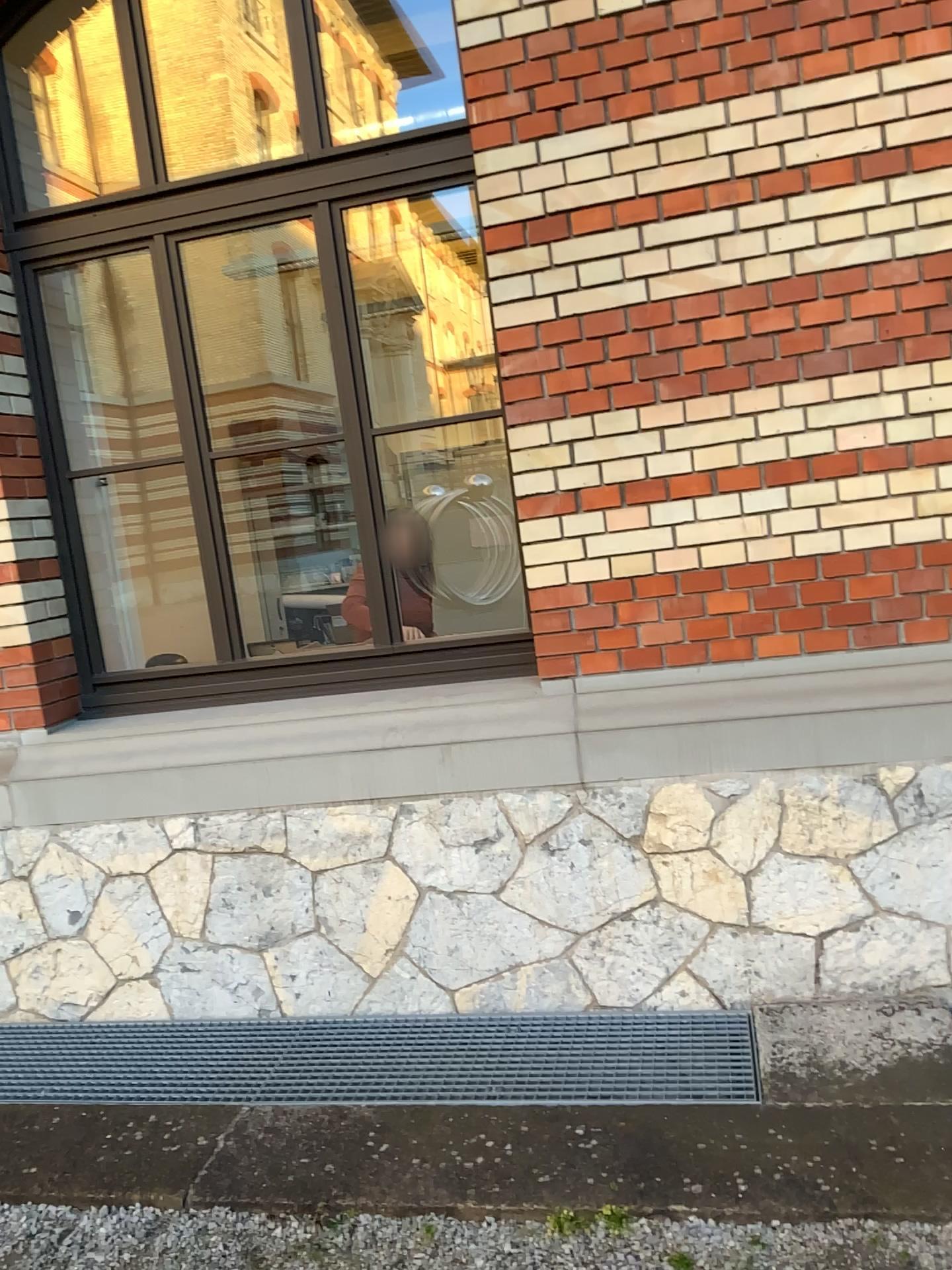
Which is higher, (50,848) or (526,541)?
(526,541)
